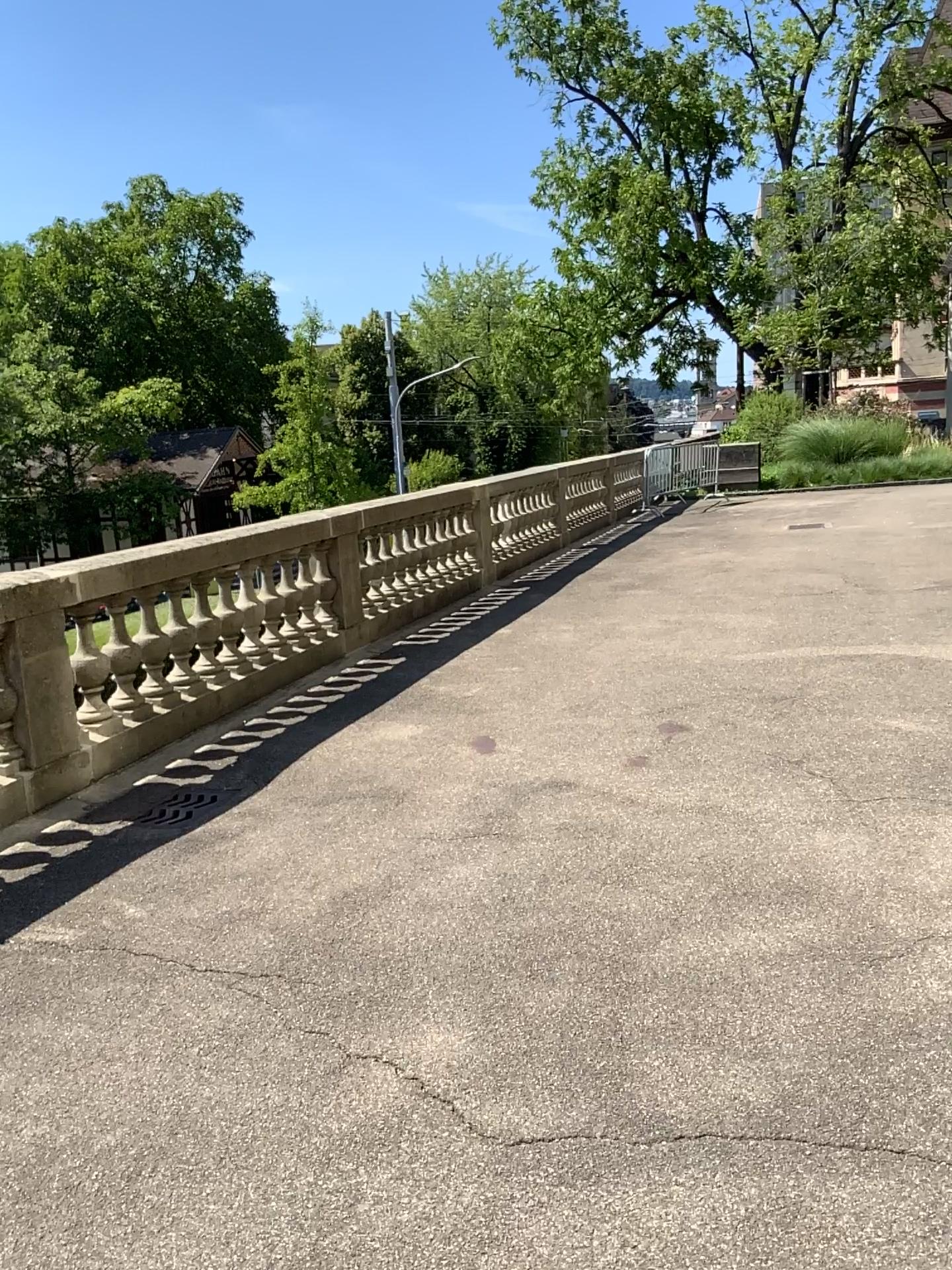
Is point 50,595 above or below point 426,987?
above
